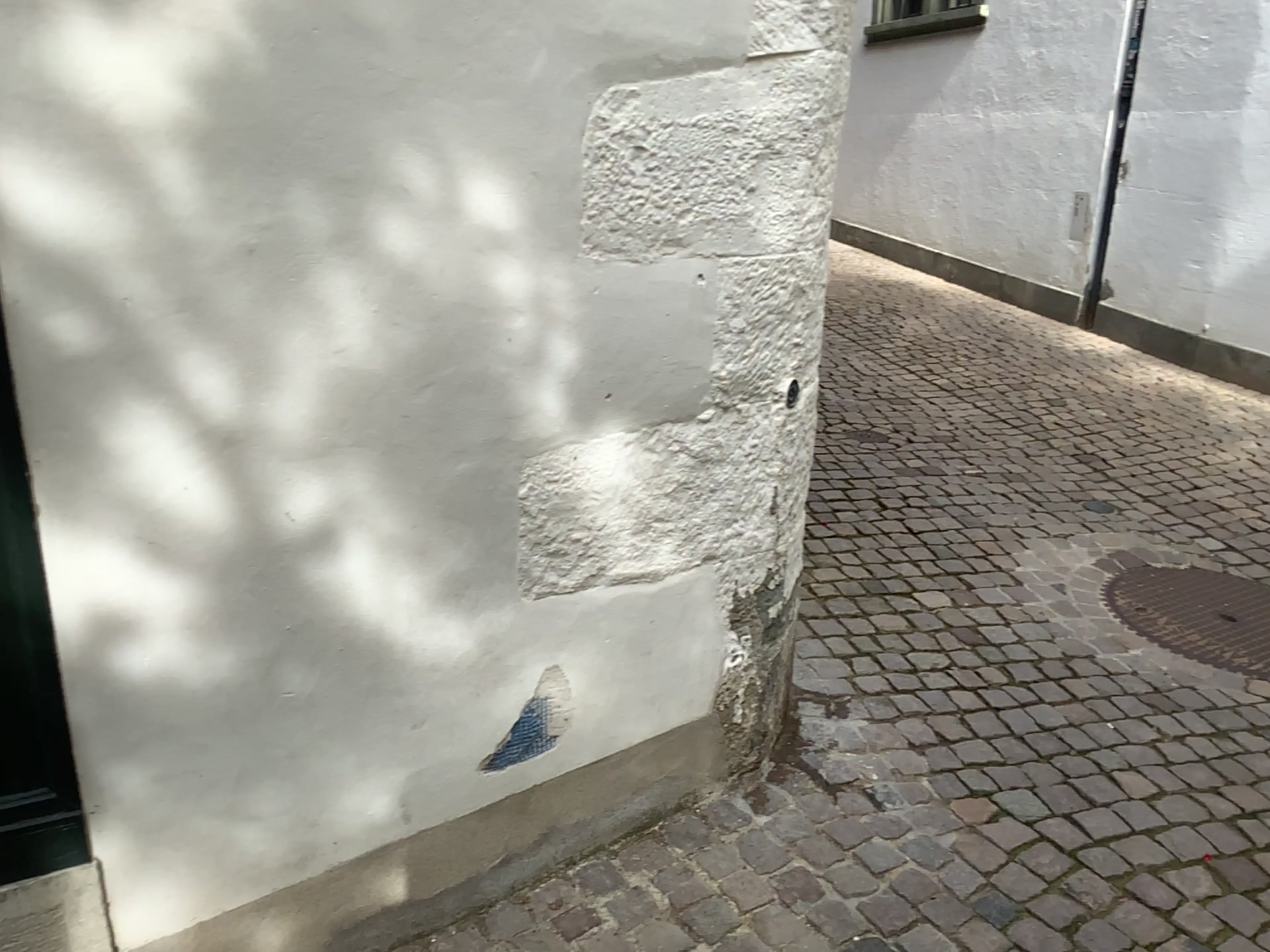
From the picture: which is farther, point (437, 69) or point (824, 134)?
point (824, 134)
